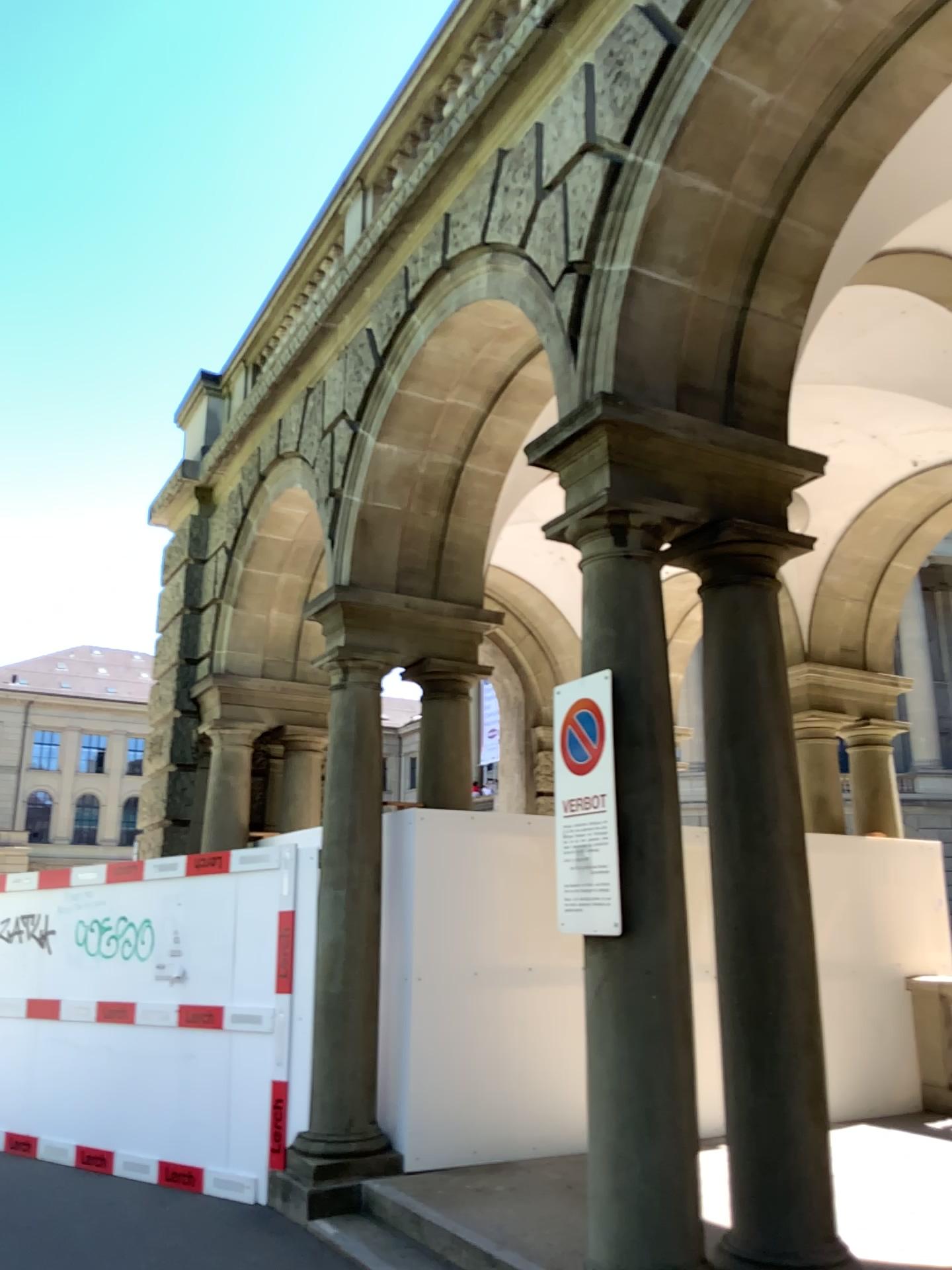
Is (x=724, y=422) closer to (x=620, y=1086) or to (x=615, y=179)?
(x=615, y=179)
